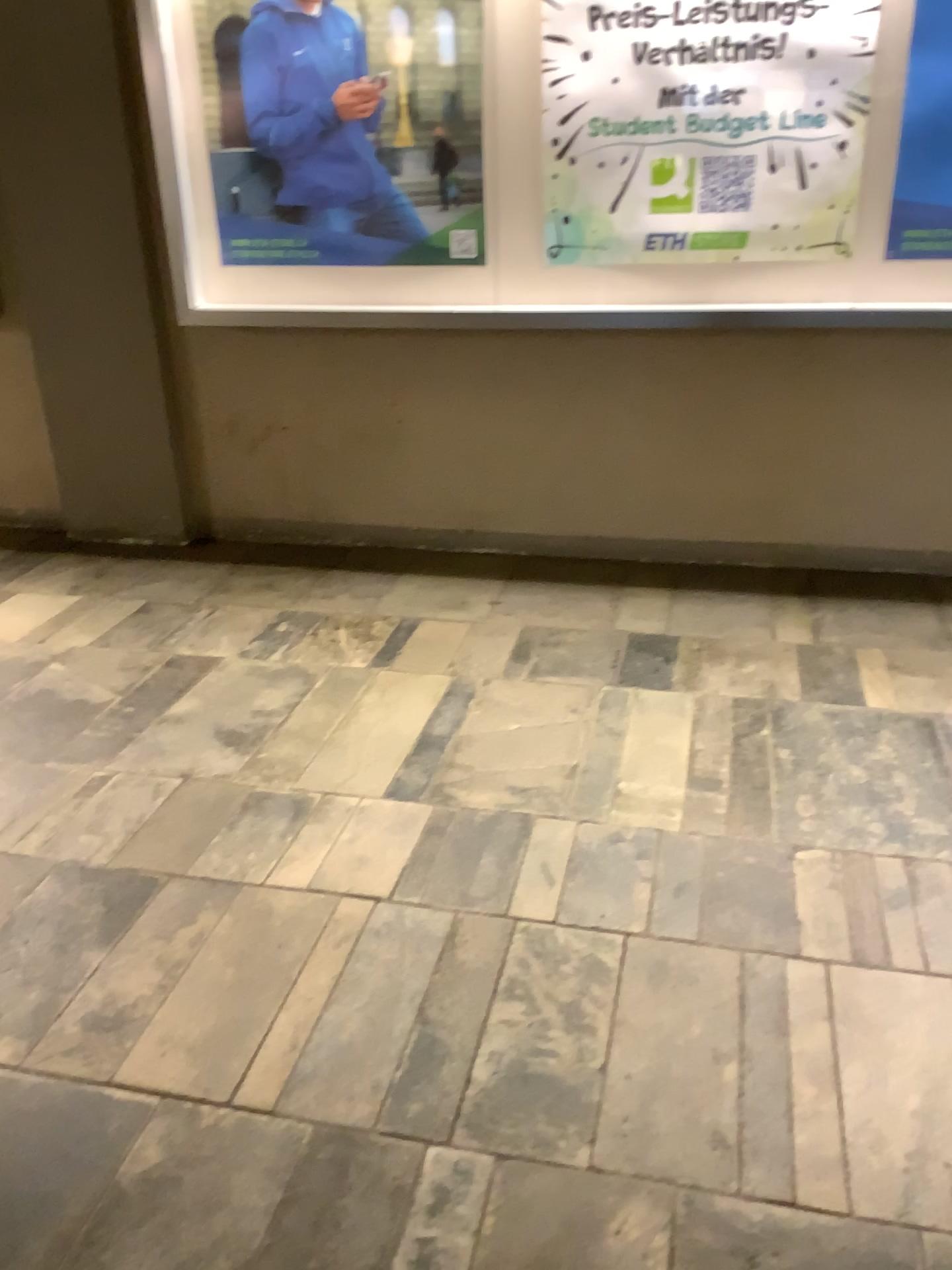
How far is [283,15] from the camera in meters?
2.9 m

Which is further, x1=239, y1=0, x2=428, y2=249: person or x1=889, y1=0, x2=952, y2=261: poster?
x1=239, y1=0, x2=428, y2=249: person

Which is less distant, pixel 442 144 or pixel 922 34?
pixel 922 34

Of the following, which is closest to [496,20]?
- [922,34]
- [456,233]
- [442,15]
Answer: [442,15]

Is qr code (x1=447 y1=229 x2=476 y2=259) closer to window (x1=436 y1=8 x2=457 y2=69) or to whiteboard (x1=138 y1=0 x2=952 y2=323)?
whiteboard (x1=138 y1=0 x2=952 y2=323)

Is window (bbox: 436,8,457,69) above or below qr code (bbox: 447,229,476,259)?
above

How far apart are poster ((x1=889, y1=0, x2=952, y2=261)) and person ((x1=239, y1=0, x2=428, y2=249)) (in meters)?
1.32

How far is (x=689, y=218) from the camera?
2.89m

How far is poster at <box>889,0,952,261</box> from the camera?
2.6m

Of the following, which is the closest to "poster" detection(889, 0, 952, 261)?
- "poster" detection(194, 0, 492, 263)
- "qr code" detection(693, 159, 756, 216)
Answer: "qr code" detection(693, 159, 756, 216)
